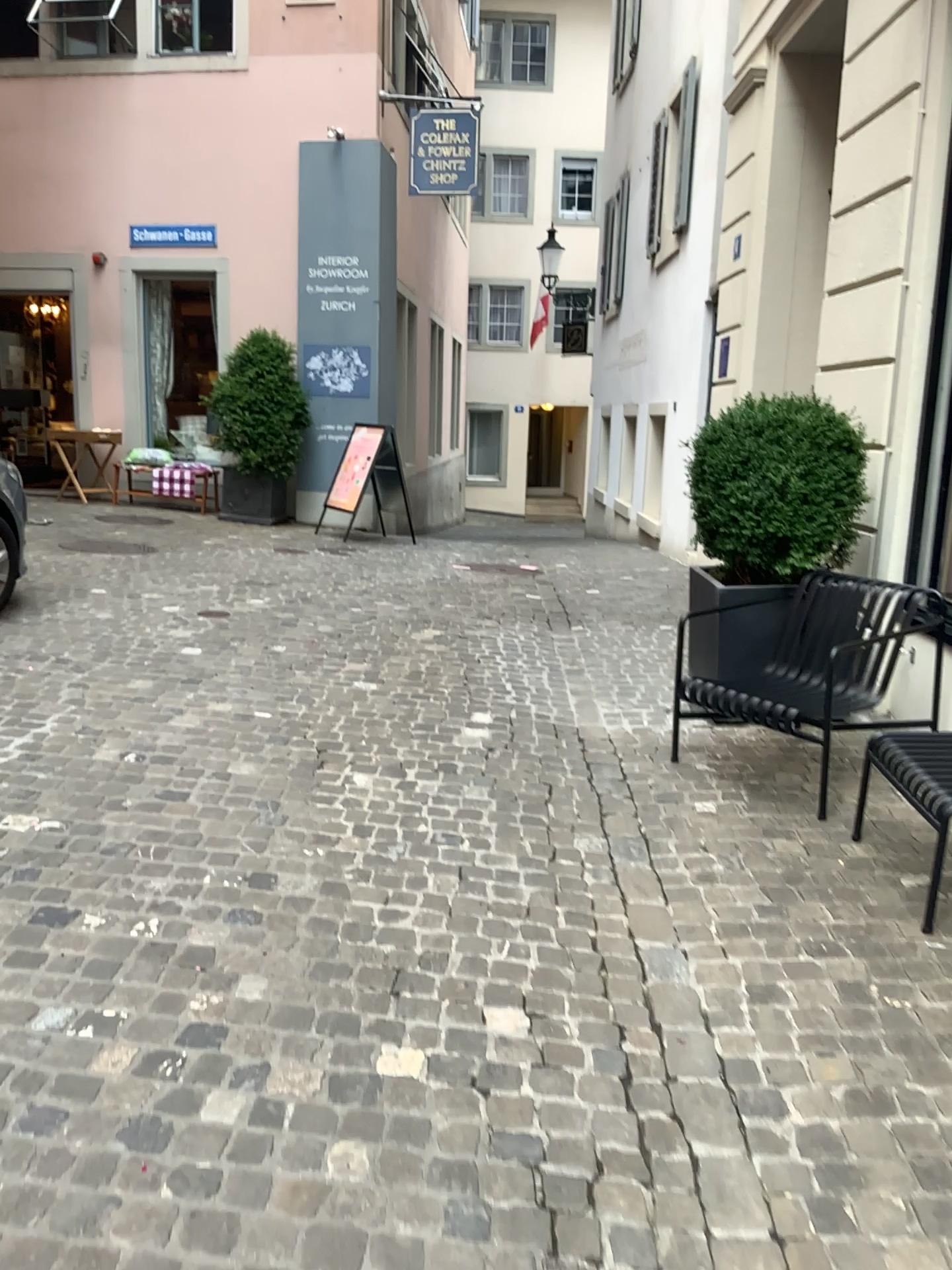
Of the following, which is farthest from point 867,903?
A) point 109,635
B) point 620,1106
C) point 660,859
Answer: point 109,635

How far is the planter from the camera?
4.54m

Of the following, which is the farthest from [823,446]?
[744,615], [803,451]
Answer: [744,615]

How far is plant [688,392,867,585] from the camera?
4.4 meters

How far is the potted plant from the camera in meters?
4.4

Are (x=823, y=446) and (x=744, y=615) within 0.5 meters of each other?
no

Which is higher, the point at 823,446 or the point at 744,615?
the point at 823,446
